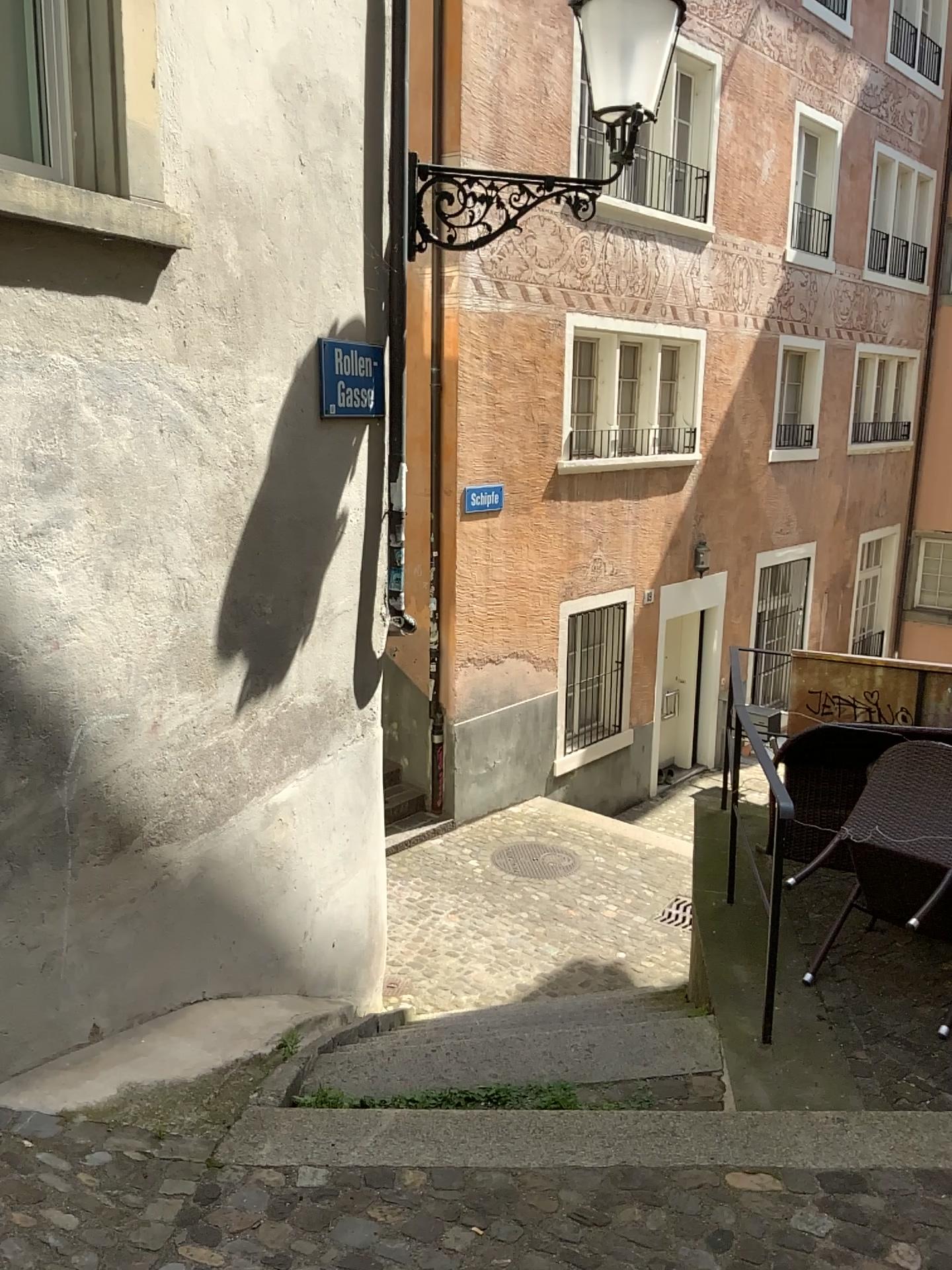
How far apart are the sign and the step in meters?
2.4 m

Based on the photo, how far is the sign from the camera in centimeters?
414cm

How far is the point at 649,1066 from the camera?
3.44m

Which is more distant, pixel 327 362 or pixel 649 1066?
pixel 327 362

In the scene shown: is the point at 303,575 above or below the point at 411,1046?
above

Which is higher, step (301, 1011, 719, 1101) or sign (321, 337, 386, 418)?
sign (321, 337, 386, 418)

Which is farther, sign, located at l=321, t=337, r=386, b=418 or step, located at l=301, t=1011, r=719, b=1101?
sign, located at l=321, t=337, r=386, b=418

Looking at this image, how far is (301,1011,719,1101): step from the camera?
3.4m

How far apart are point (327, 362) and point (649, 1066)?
2.8m
